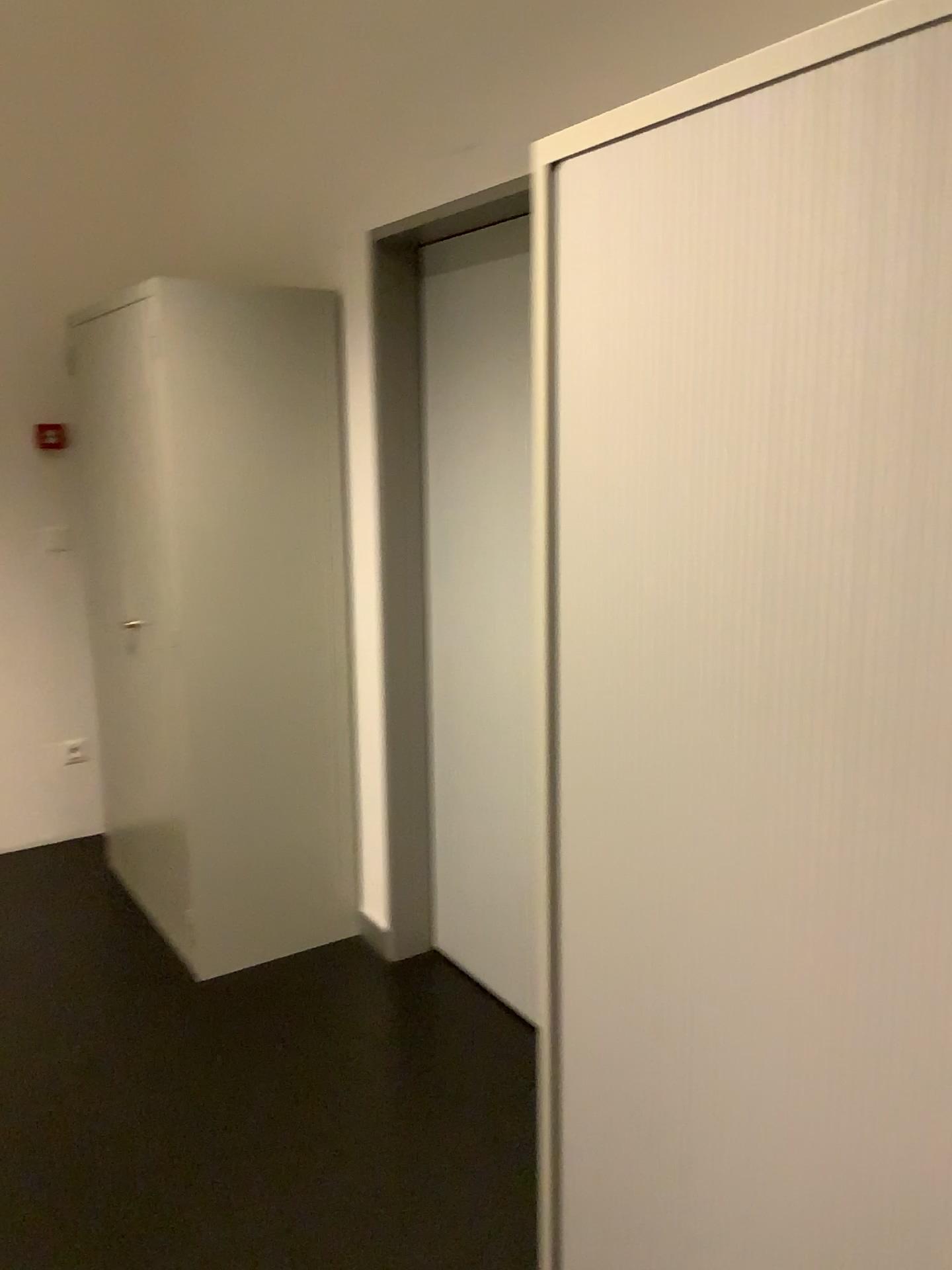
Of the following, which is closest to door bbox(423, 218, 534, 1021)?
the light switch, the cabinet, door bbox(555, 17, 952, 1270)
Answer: the cabinet

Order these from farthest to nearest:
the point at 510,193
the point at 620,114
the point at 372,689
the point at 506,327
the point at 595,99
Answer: the point at 372,689, the point at 506,327, the point at 510,193, the point at 595,99, the point at 620,114

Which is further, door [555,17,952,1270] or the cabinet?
the cabinet

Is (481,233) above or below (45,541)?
above

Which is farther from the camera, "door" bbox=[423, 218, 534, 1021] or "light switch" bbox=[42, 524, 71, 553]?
"light switch" bbox=[42, 524, 71, 553]

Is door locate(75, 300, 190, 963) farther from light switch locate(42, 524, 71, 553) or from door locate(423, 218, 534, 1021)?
door locate(423, 218, 534, 1021)

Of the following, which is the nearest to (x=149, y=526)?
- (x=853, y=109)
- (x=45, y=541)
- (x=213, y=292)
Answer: (x=213, y=292)

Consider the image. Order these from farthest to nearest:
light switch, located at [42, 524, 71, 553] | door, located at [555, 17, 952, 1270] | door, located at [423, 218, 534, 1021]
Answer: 1. light switch, located at [42, 524, 71, 553]
2. door, located at [423, 218, 534, 1021]
3. door, located at [555, 17, 952, 1270]

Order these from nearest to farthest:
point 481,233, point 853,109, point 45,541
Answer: point 853,109 → point 481,233 → point 45,541

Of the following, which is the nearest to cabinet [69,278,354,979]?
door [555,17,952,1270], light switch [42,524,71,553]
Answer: light switch [42,524,71,553]
